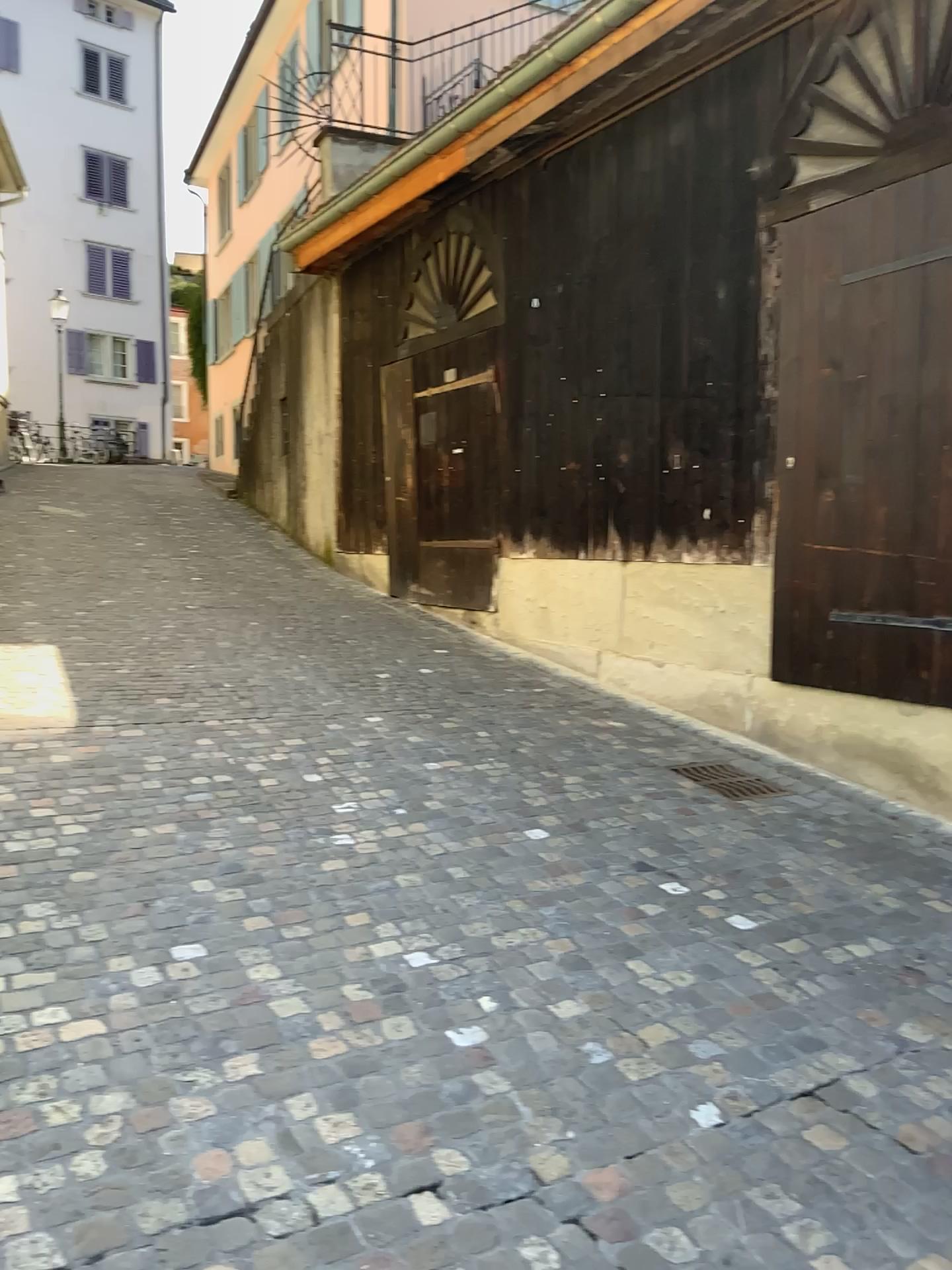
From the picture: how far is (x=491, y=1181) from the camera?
2.2m
